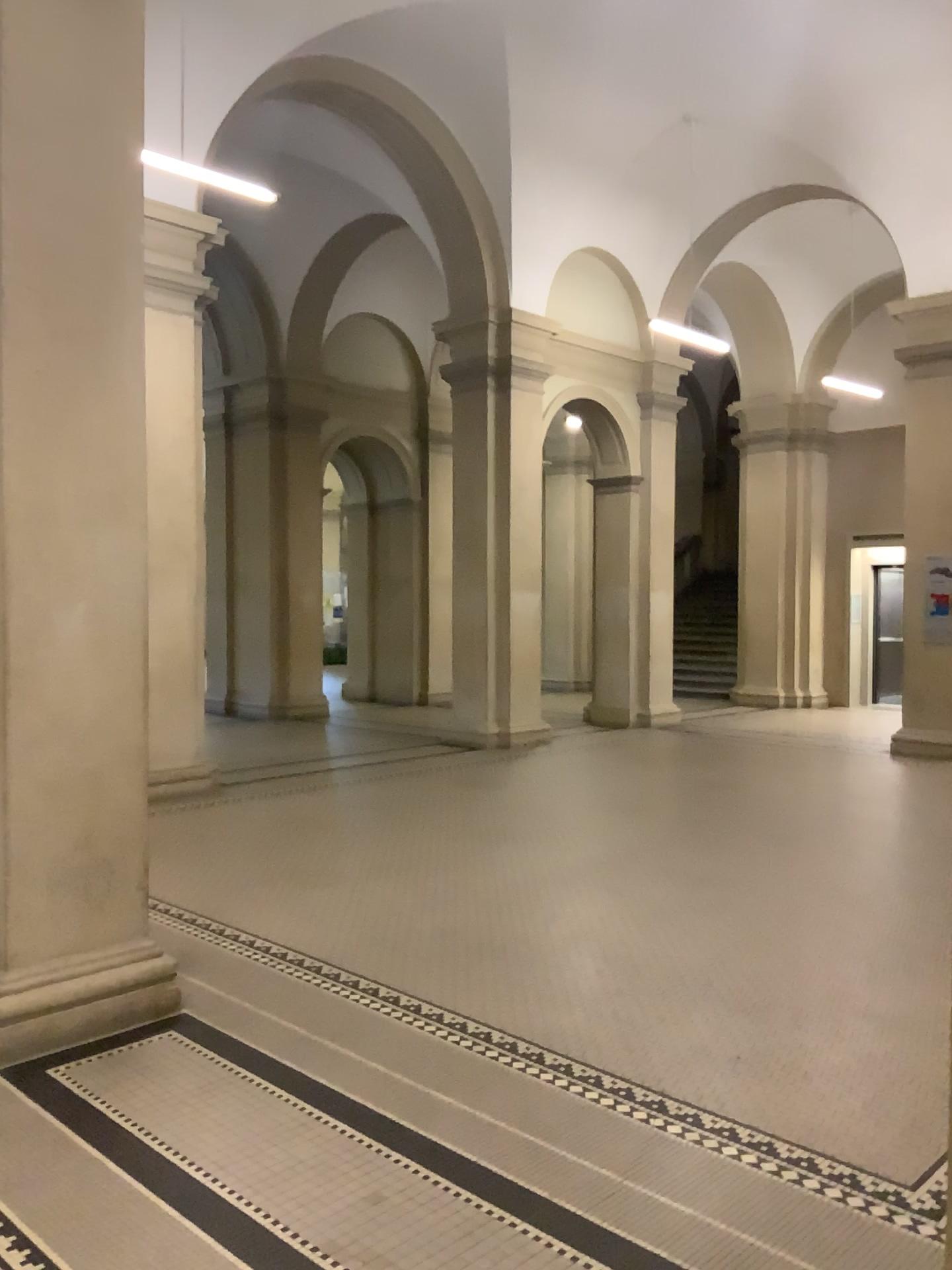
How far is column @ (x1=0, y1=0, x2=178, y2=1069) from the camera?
3.70m

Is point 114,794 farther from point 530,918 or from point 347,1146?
point 530,918

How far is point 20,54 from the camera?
3.7 meters
